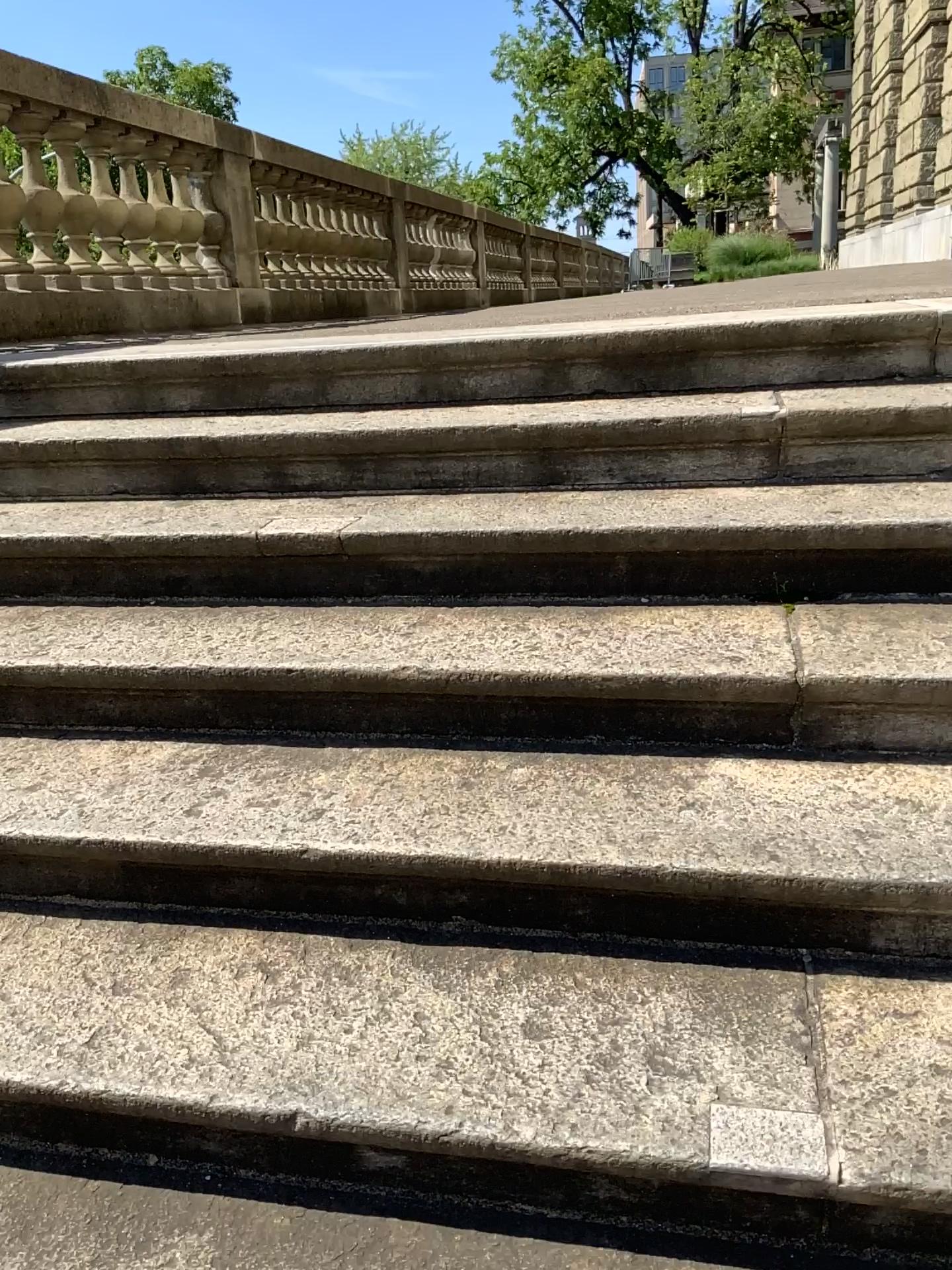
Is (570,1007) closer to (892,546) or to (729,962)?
(729,962)
